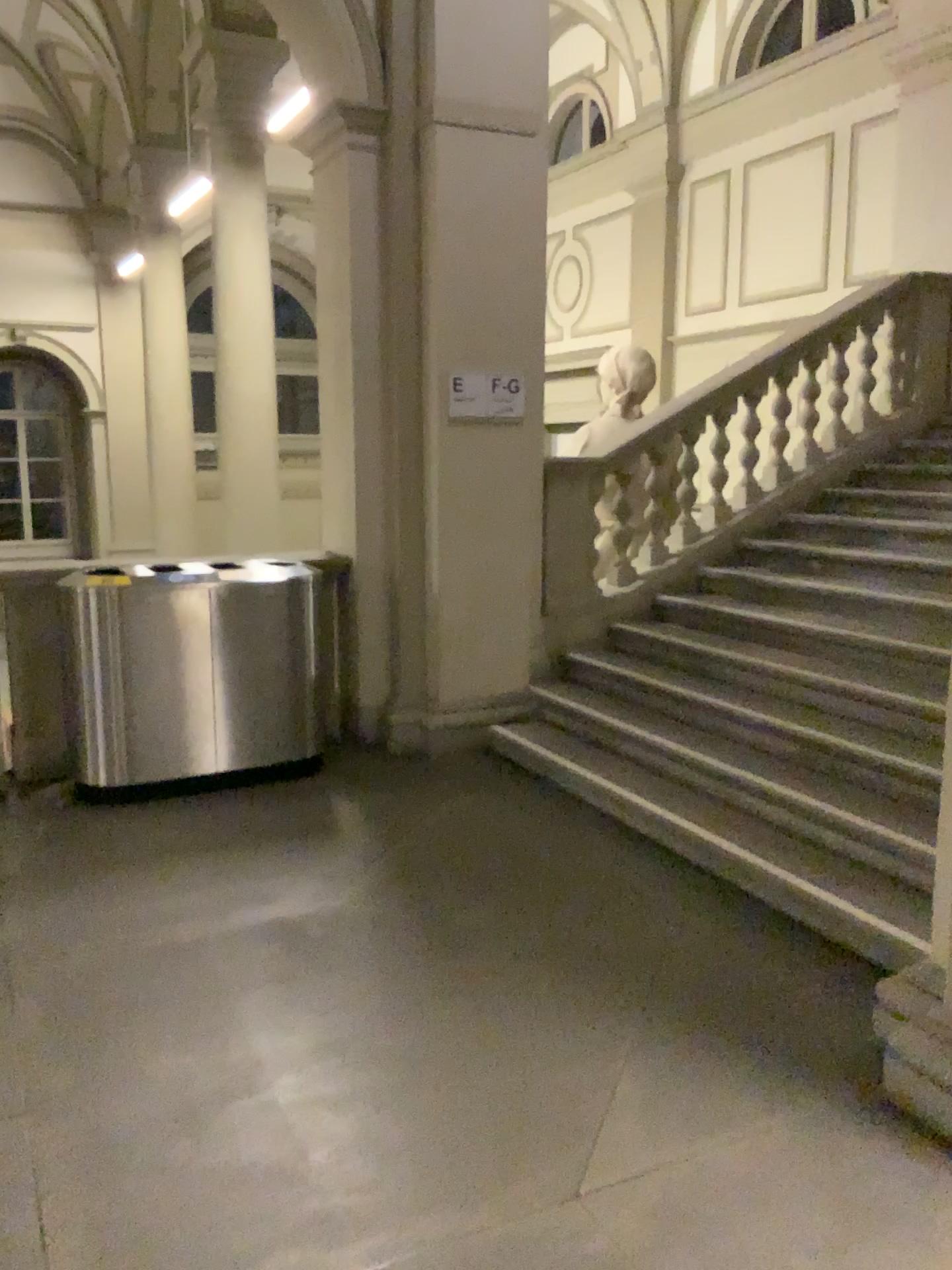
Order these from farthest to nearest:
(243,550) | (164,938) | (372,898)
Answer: (243,550), (372,898), (164,938)
